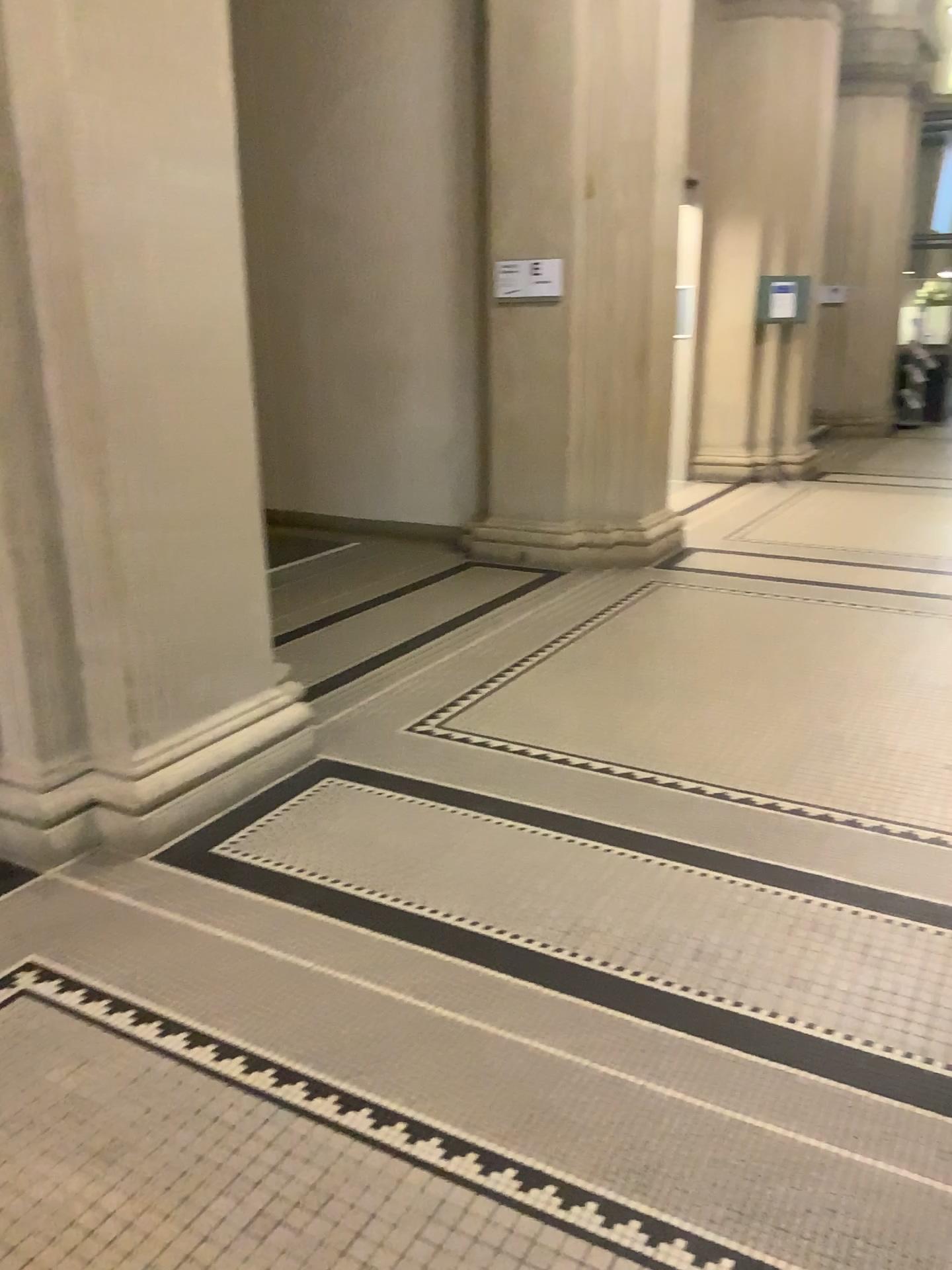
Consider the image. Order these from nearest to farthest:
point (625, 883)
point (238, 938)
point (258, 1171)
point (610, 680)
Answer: point (258, 1171) < point (238, 938) < point (625, 883) < point (610, 680)
